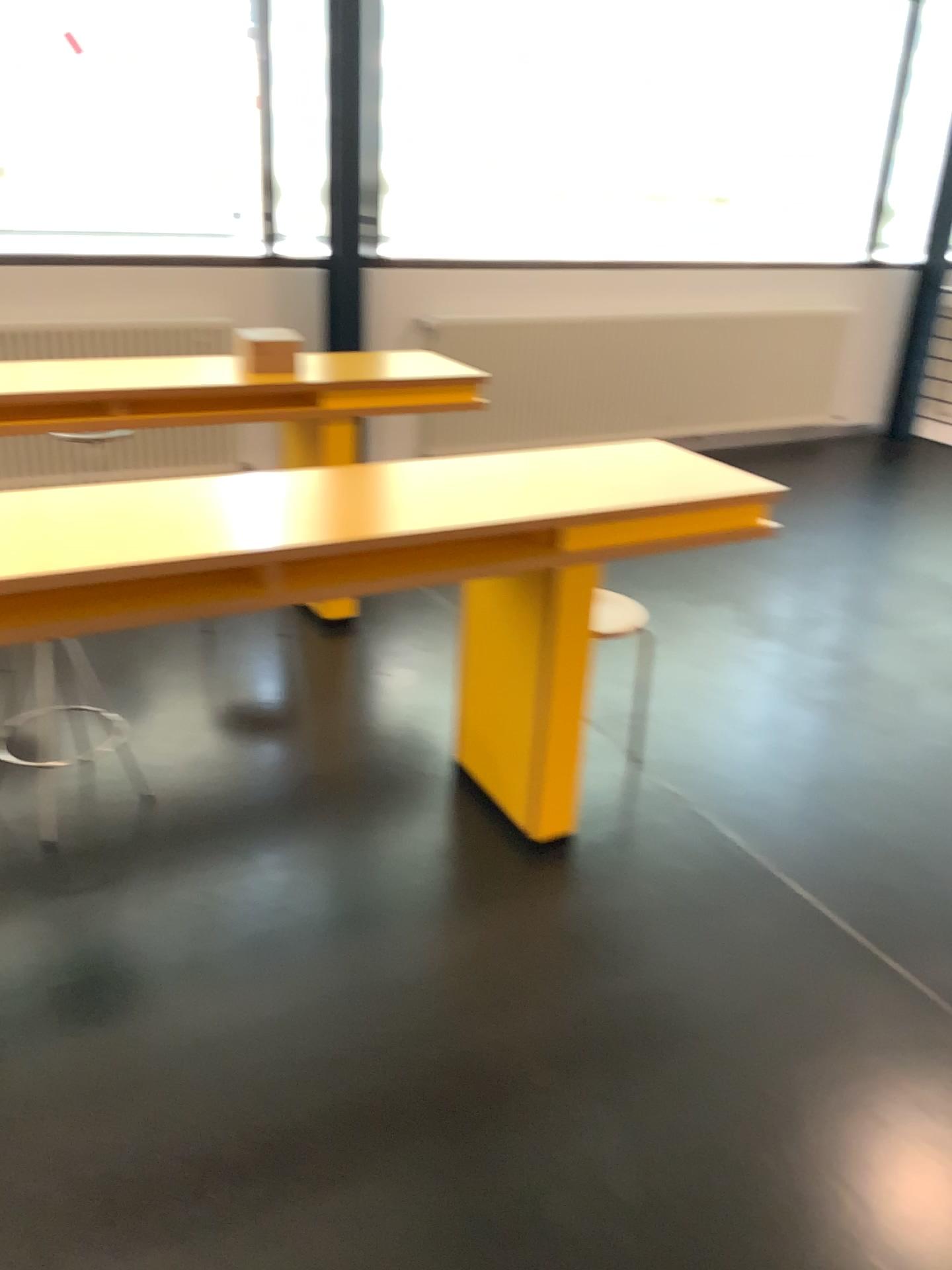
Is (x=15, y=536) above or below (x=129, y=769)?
above

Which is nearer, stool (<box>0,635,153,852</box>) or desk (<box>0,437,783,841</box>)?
desk (<box>0,437,783,841</box>)

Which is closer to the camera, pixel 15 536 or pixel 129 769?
pixel 15 536

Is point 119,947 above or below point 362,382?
below
